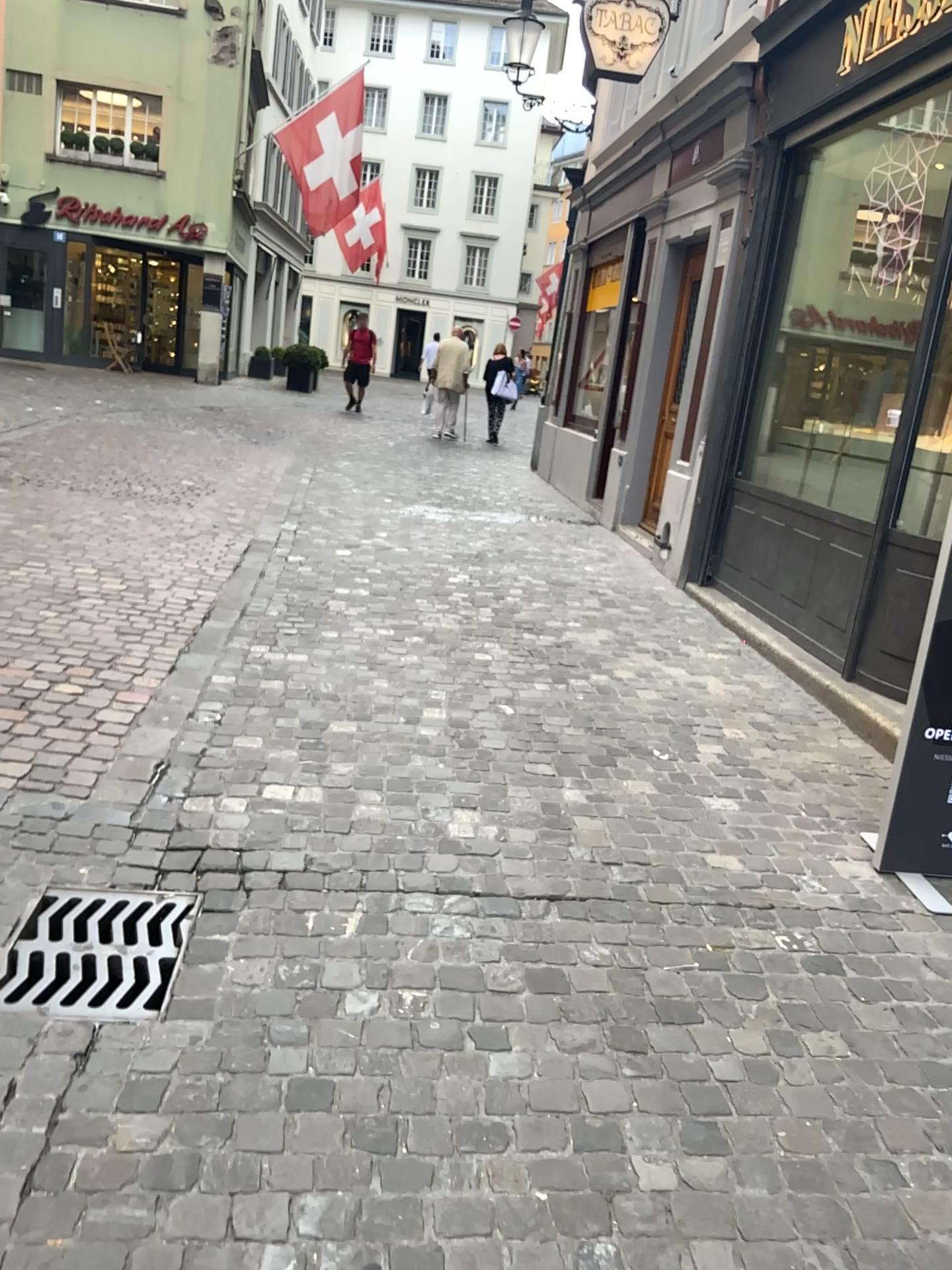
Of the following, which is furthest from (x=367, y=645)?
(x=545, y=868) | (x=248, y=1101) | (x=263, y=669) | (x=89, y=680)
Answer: (x=248, y=1101)

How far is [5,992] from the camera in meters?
2.2

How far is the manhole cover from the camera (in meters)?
2.19
